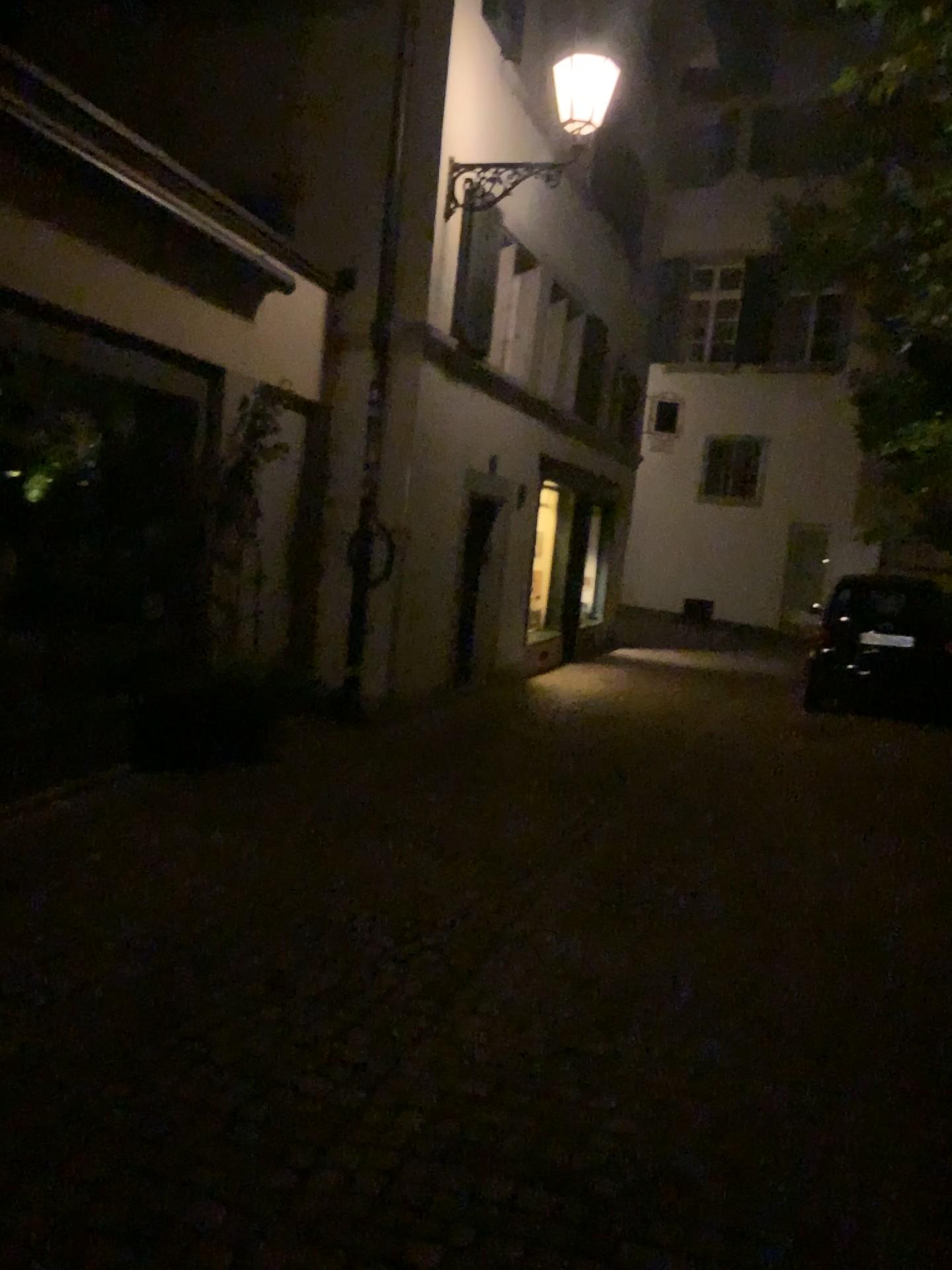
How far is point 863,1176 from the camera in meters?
2.7
